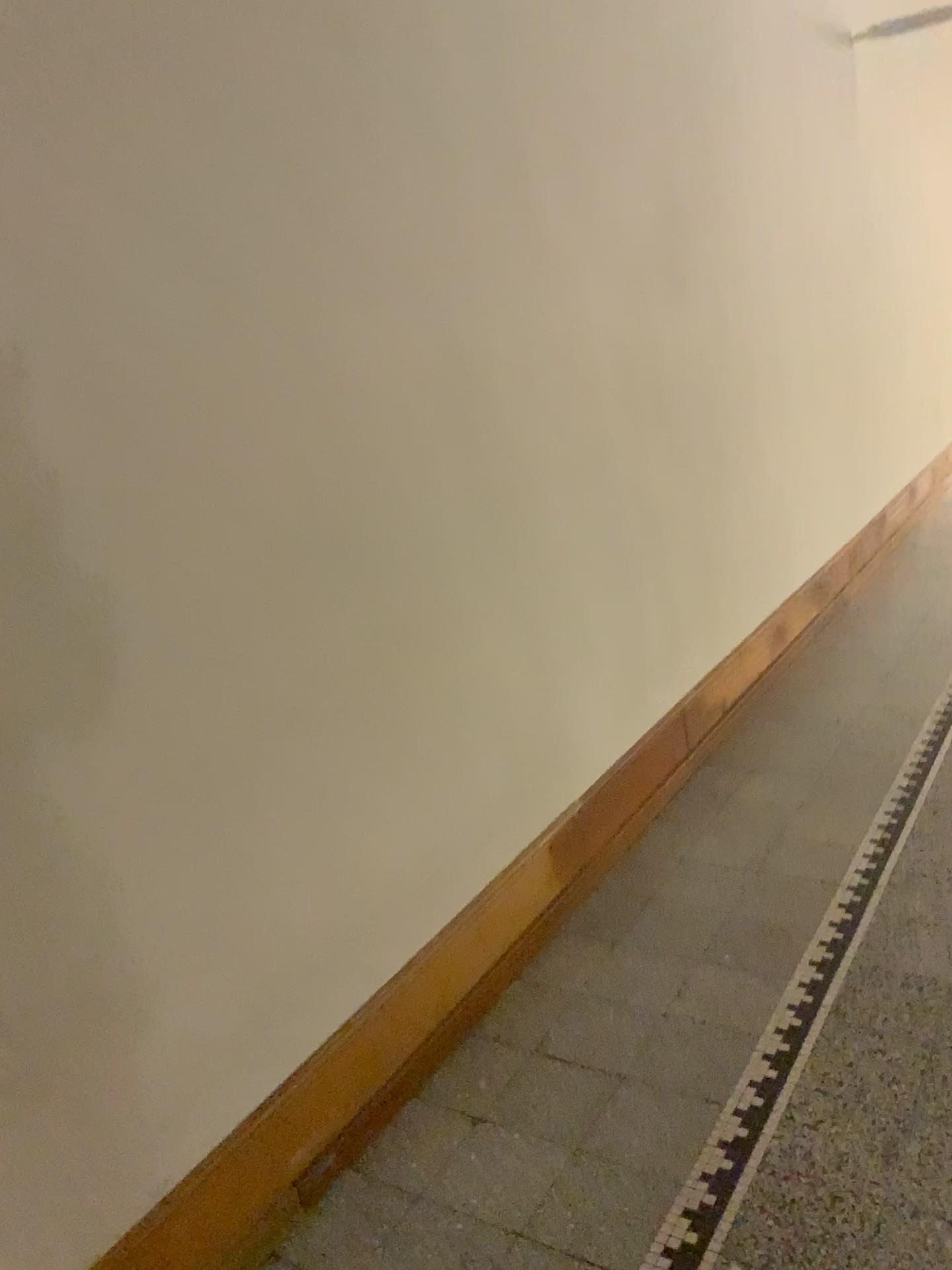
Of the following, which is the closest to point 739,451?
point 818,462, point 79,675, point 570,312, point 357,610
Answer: point 818,462
